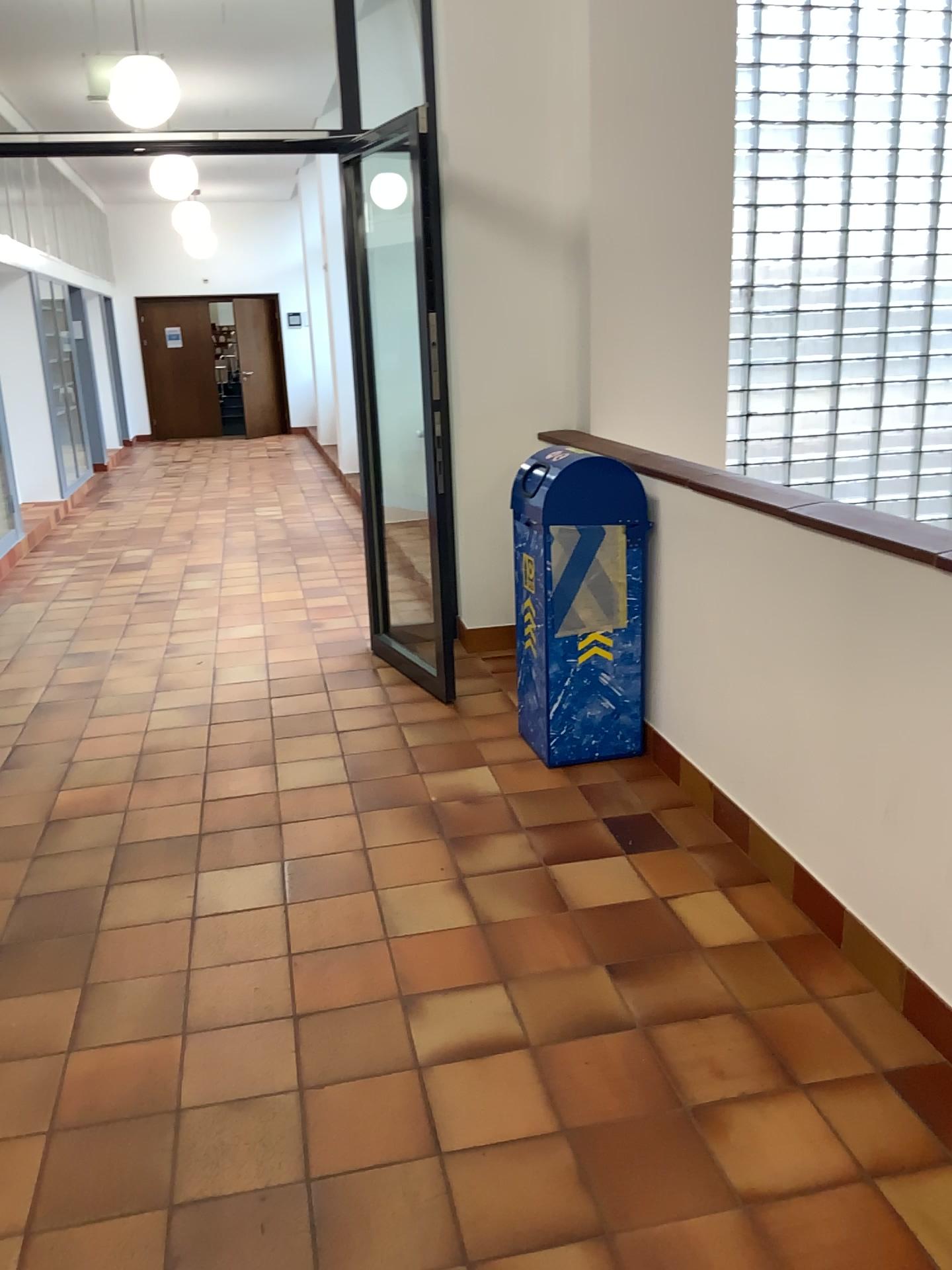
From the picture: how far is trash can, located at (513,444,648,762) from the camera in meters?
3.5 m

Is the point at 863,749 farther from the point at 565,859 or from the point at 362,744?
the point at 362,744

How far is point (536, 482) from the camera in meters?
3.5
